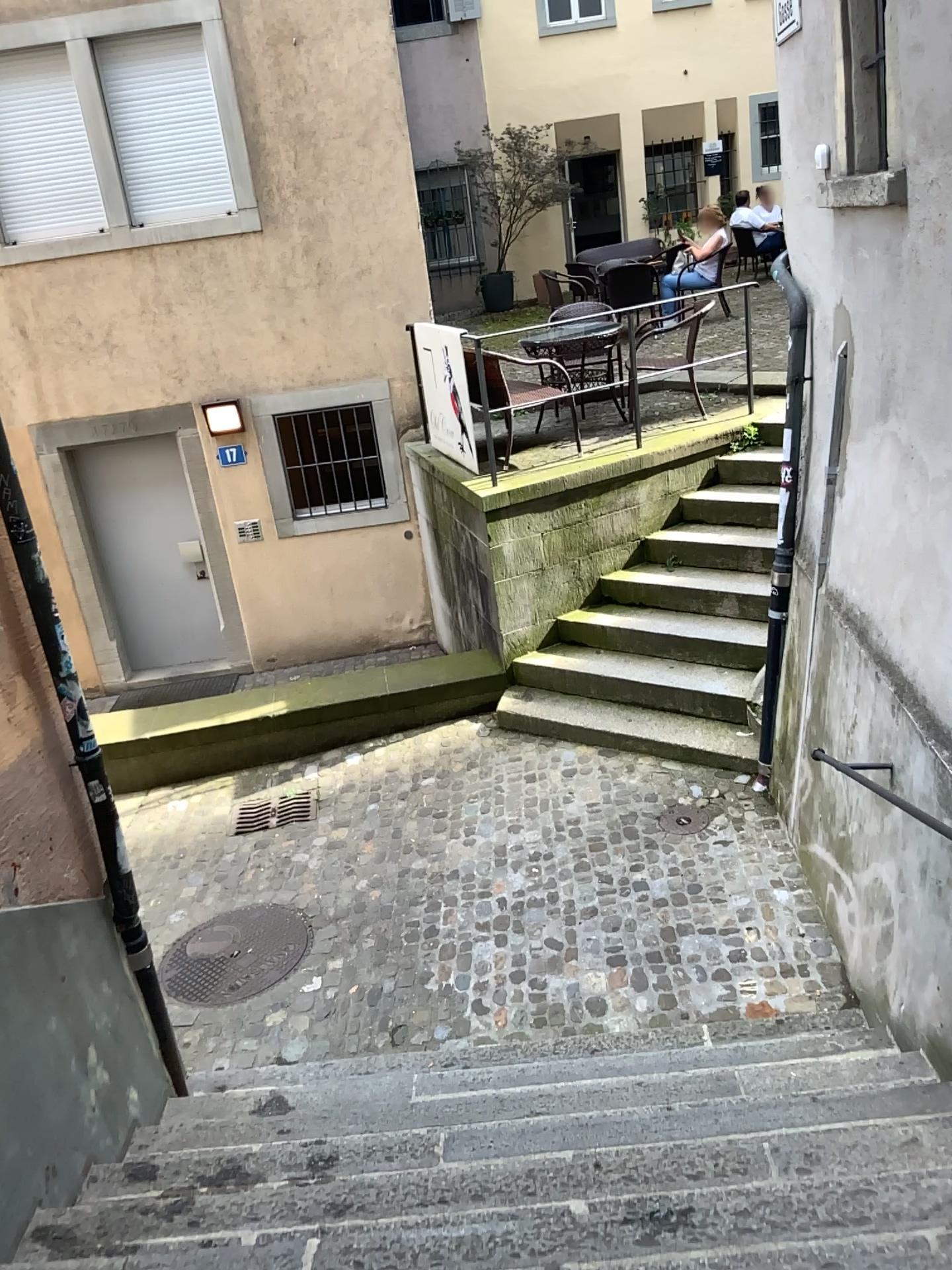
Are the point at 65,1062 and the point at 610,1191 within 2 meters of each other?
yes
